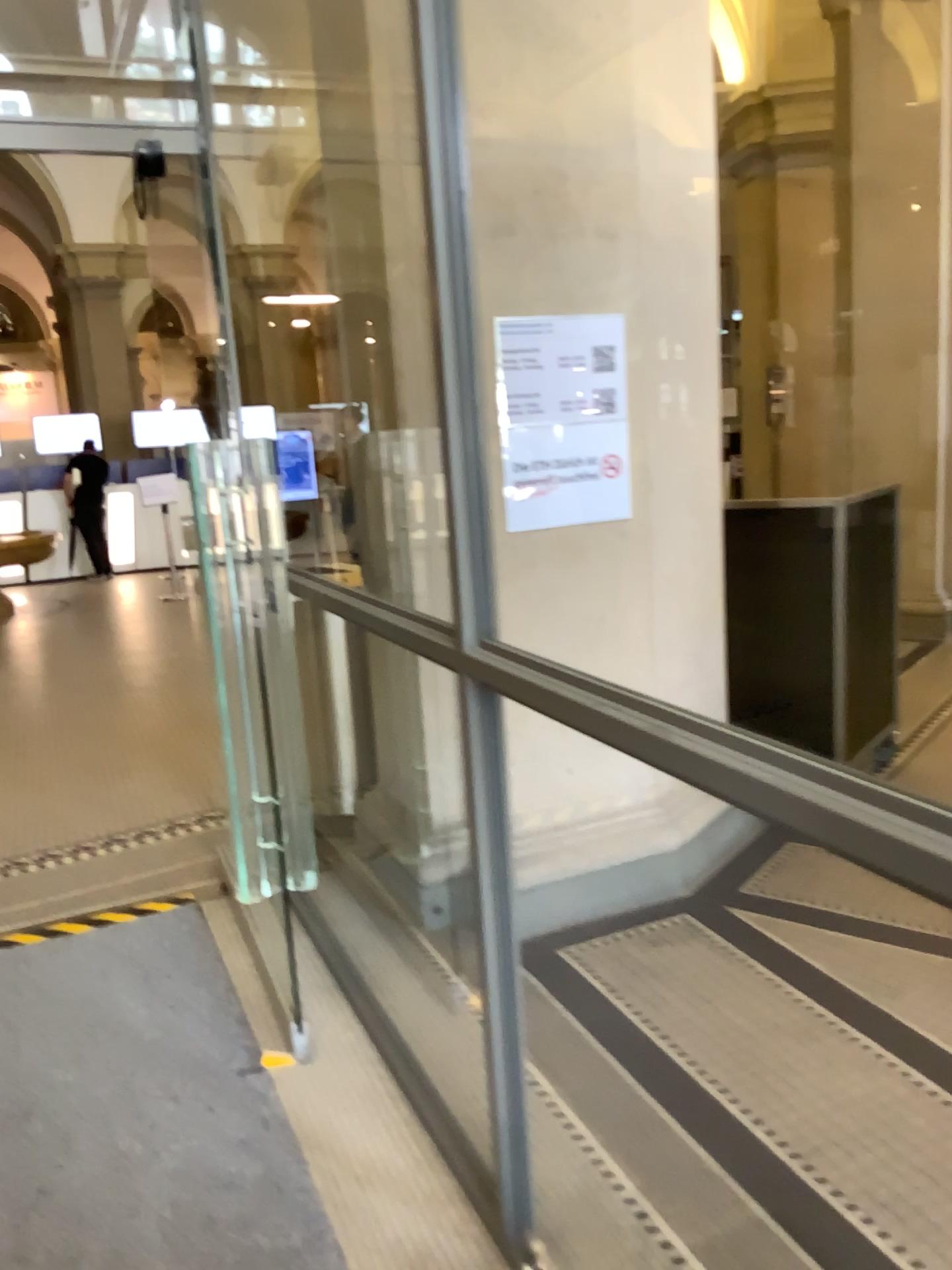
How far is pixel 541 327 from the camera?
3.0 meters

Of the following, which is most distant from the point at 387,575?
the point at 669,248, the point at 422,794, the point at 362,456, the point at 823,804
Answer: the point at 823,804

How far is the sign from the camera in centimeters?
303cm
